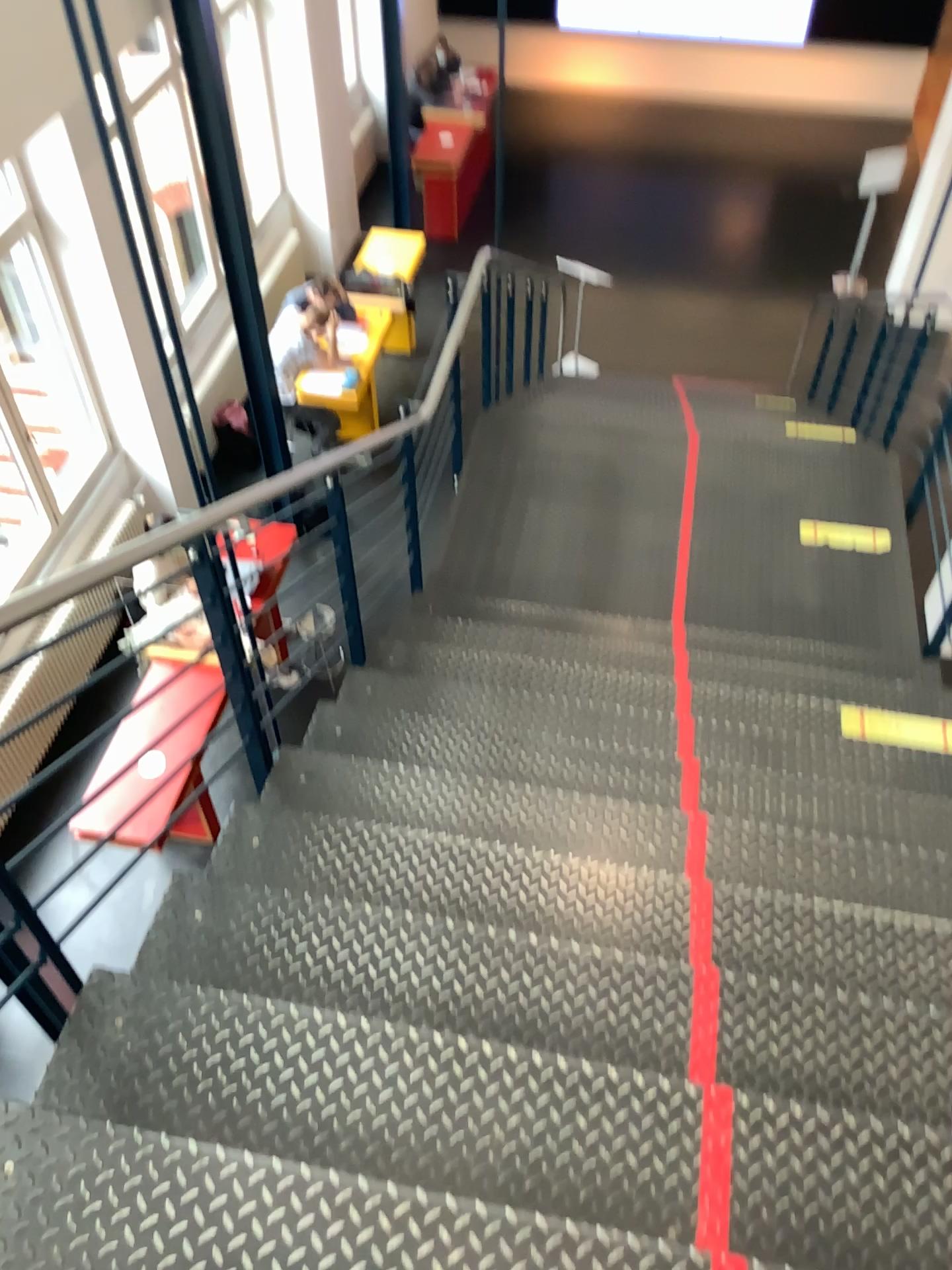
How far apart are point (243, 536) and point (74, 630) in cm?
96

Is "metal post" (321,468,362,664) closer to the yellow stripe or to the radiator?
the radiator

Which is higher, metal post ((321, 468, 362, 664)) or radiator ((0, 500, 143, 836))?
radiator ((0, 500, 143, 836))

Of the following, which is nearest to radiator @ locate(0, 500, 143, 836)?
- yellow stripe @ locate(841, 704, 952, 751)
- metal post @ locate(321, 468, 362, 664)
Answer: metal post @ locate(321, 468, 362, 664)

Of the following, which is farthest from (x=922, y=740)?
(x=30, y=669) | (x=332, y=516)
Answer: (x=30, y=669)

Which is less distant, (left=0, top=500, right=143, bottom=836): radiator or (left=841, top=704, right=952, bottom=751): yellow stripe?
(left=0, top=500, right=143, bottom=836): radiator

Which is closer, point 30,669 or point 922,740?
point 30,669

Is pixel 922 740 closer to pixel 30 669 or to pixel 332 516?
pixel 332 516

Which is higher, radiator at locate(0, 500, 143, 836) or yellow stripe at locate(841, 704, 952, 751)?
radiator at locate(0, 500, 143, 836)
